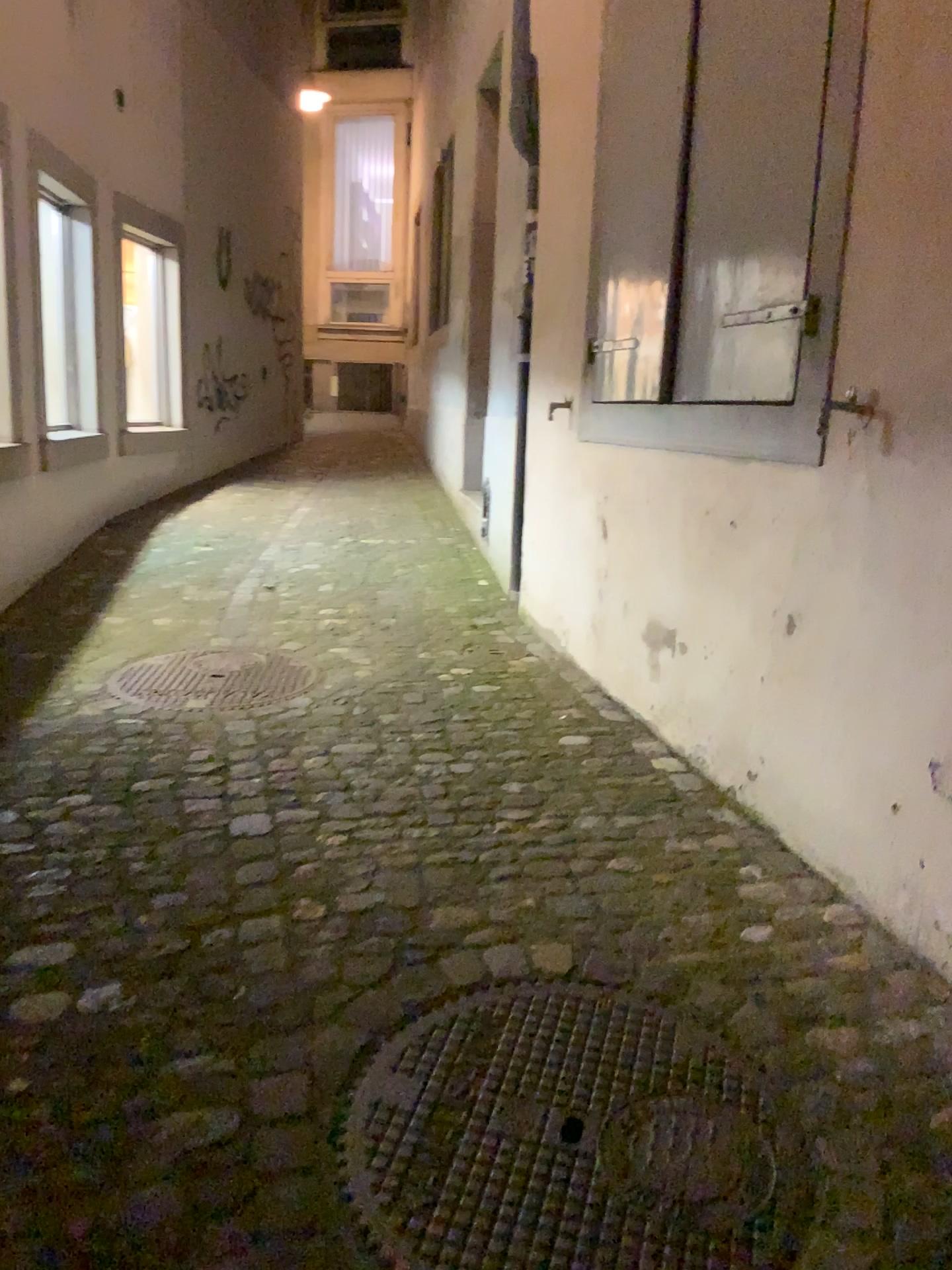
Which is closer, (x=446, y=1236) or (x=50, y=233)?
(x=446, y=1236)

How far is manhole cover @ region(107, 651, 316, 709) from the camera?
3.4 meters

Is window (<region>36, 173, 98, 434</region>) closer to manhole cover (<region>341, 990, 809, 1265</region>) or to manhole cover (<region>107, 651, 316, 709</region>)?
manhole cover (<region>107, 651, 316, 709</region>)

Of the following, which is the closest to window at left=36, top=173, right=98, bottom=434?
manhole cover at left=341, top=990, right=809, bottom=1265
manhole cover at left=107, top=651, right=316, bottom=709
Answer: manhole cover at left=107, top=651, right=316, bottom=709

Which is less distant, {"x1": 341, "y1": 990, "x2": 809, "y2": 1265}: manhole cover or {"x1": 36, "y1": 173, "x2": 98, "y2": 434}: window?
{"x1": 341, "y1": 990, "x2": 809, "y2": 1265}: manhole cover

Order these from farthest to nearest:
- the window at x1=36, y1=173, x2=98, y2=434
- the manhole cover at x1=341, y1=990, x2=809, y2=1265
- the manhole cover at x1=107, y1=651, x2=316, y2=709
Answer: the window at x1=36, y1=173, x2=98, y2=434, the manhole cover at x1=107, y1=651, x2=316, y2=709, the manhole cover at x1=341, y1=990, x2=809, y2=1265

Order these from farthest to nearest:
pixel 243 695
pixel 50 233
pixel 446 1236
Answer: pixel 50 233 < pixel 243 695 < pixel 446 1236

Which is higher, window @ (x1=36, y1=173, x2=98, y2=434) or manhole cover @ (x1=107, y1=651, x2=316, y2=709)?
window @ (x1=36, y1=173, x2=98, y2=434)

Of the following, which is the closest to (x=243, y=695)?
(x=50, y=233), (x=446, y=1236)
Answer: (x=446, y=1236)

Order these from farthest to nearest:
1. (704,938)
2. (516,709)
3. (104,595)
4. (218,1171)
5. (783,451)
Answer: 1. (104,595)
2. (516,709)
3. (783,451)
4. (704,938)
5. (218,1171)
